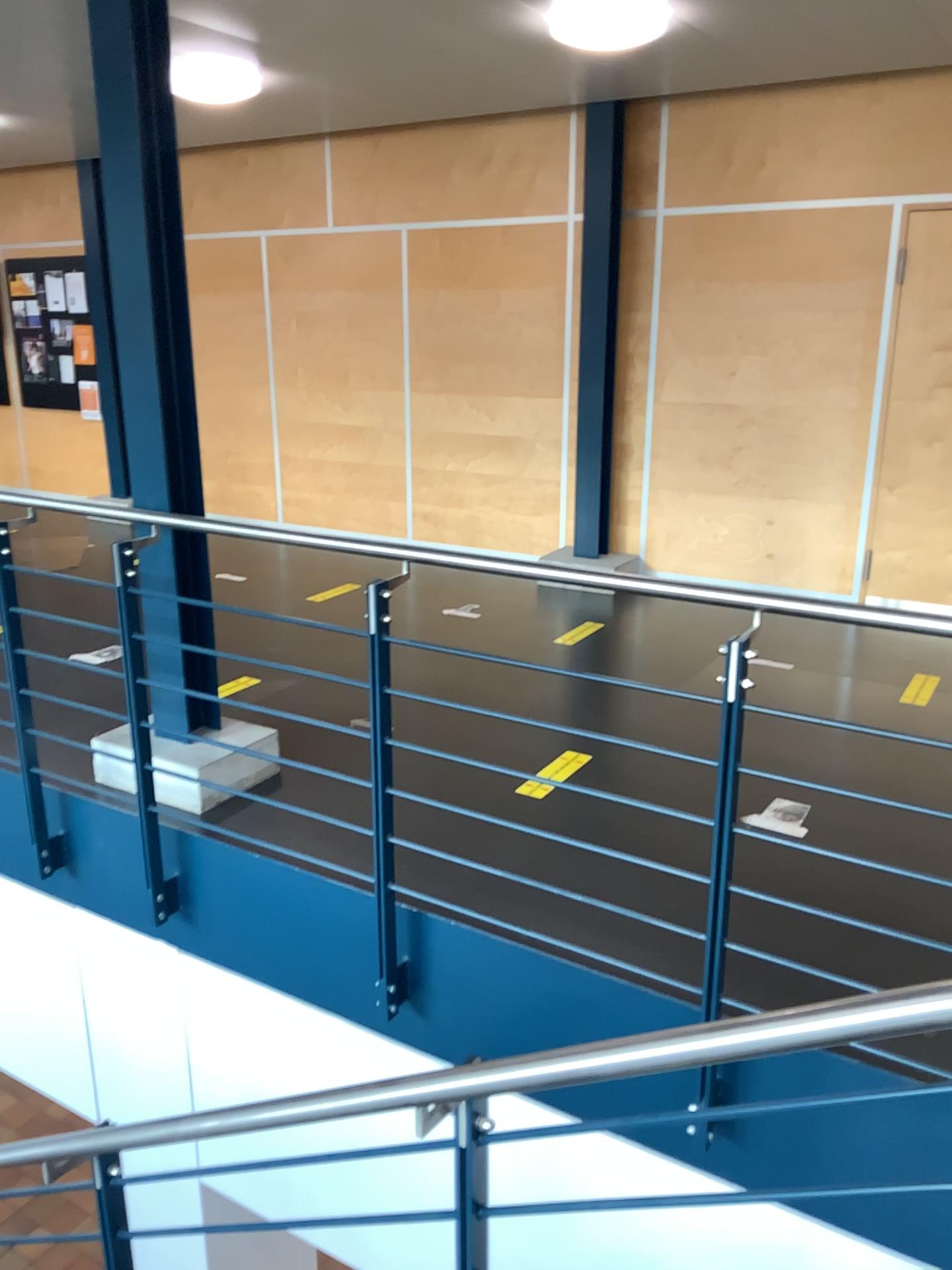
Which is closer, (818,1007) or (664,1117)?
(818,1007)
